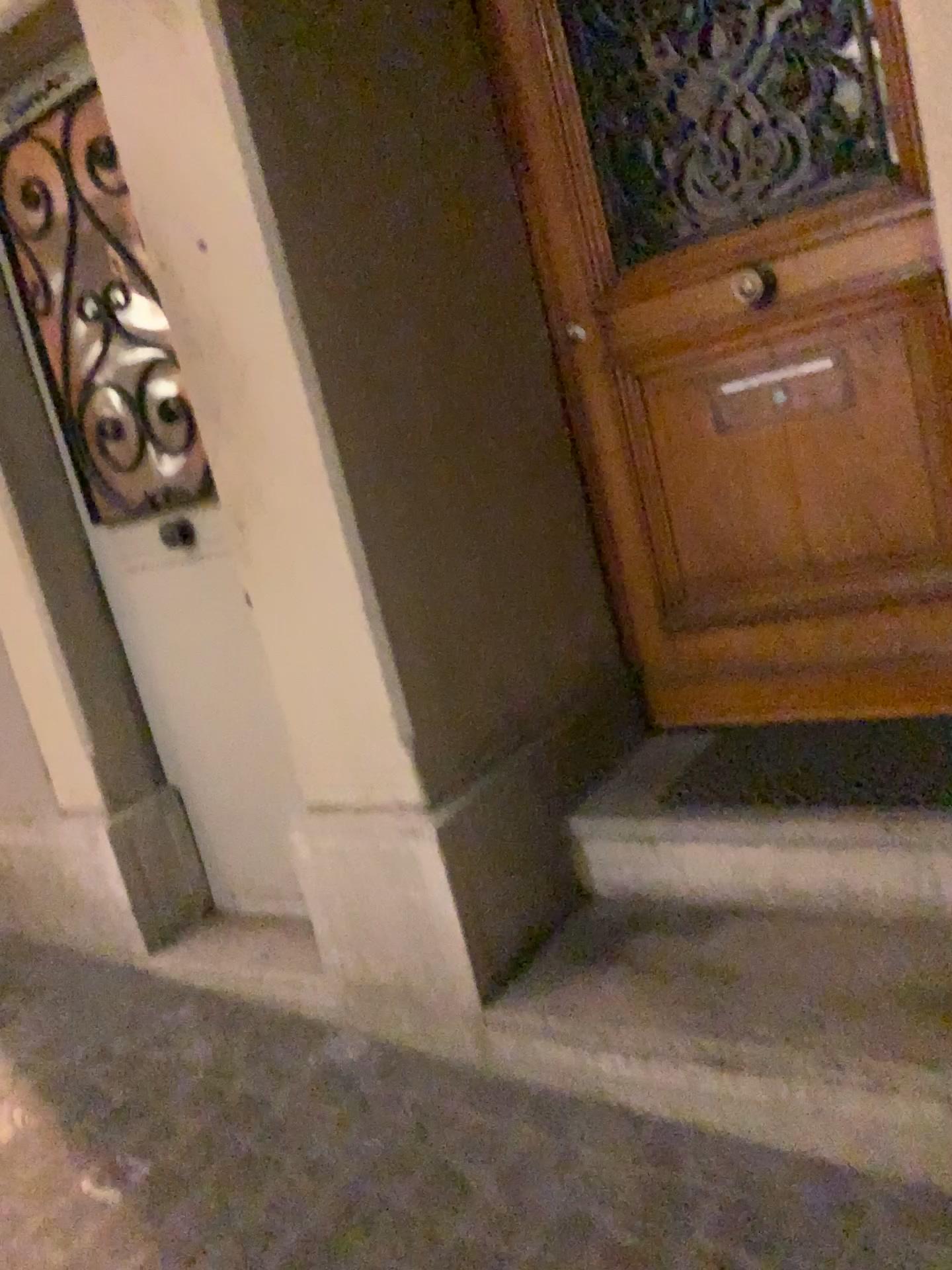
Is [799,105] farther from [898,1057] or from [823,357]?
[898,1057]

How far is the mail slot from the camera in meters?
2.0 m

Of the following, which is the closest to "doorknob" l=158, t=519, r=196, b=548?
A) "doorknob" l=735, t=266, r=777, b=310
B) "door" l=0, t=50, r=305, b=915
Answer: "door" l=0, t=50, r=305, b=915

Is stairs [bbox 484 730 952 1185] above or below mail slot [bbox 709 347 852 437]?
below

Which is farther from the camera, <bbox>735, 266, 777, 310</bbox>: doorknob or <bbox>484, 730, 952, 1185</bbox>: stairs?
<bbox>735, 266, 777, 310</bbox>: doorknob

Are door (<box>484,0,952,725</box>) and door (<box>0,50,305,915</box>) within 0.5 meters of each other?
no

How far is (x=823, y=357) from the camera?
2.02m

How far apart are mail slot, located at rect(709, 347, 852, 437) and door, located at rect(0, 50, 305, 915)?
1.02m

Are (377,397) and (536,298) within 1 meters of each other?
yes

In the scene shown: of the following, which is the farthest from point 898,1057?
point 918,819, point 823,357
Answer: point 823,357
